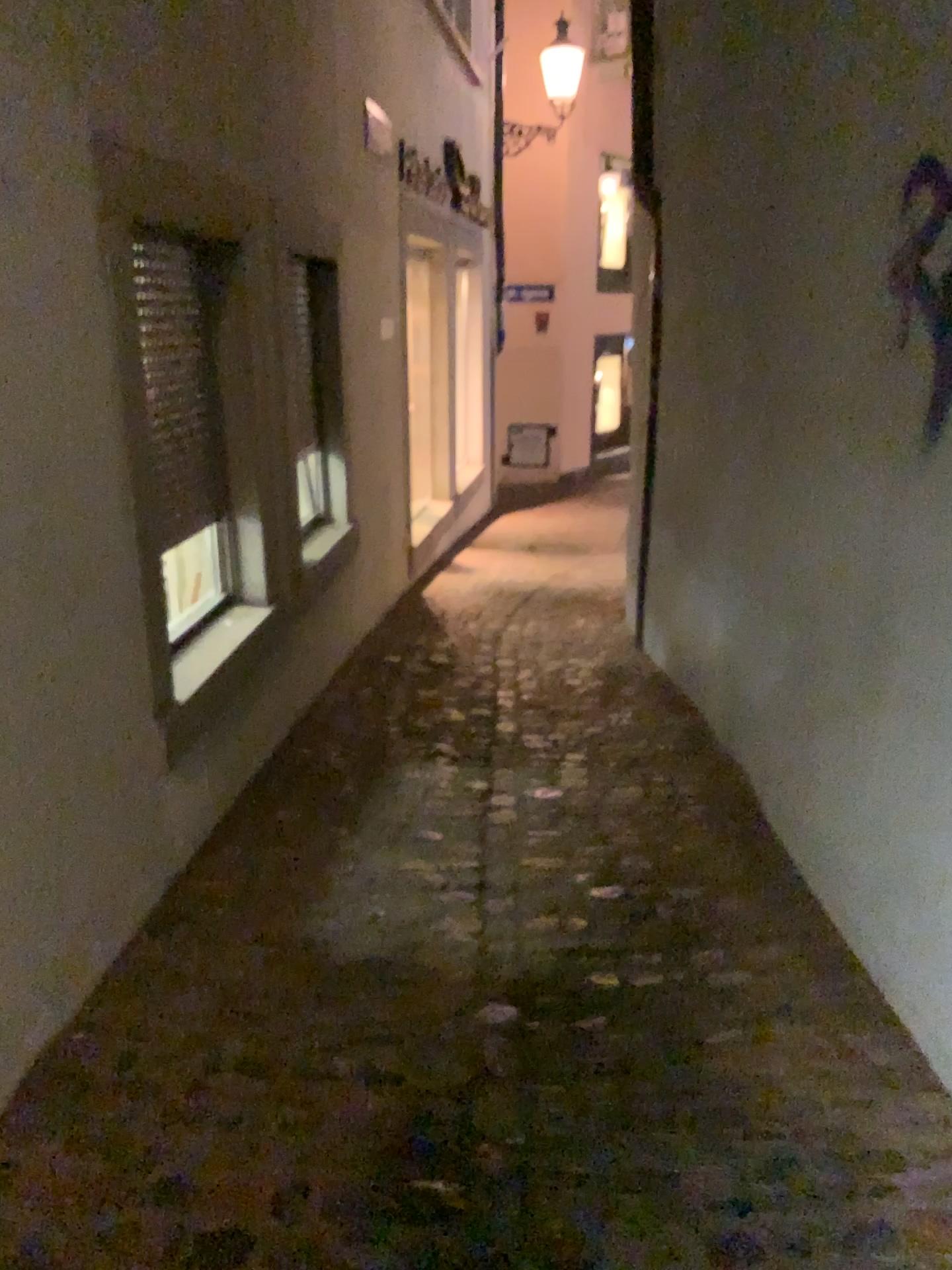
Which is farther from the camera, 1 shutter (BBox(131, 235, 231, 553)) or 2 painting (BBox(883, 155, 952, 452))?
1 shutter (BBox(131, 235, 231, 553))

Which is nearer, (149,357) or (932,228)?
(932,228)

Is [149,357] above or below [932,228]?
below

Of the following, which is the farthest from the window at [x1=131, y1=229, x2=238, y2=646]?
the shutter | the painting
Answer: the painting

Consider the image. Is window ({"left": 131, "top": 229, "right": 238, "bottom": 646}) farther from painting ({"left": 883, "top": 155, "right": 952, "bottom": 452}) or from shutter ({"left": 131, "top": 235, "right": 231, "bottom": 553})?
painting ({"left": 883, "top": 155, "right": 952, "bottom": 452})

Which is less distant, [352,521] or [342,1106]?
[342,1106]

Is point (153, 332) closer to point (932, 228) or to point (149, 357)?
point (149, 357)

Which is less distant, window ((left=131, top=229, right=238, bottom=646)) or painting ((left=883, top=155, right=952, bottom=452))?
painting ((left=883, top=155, right=952, bottom=452))
